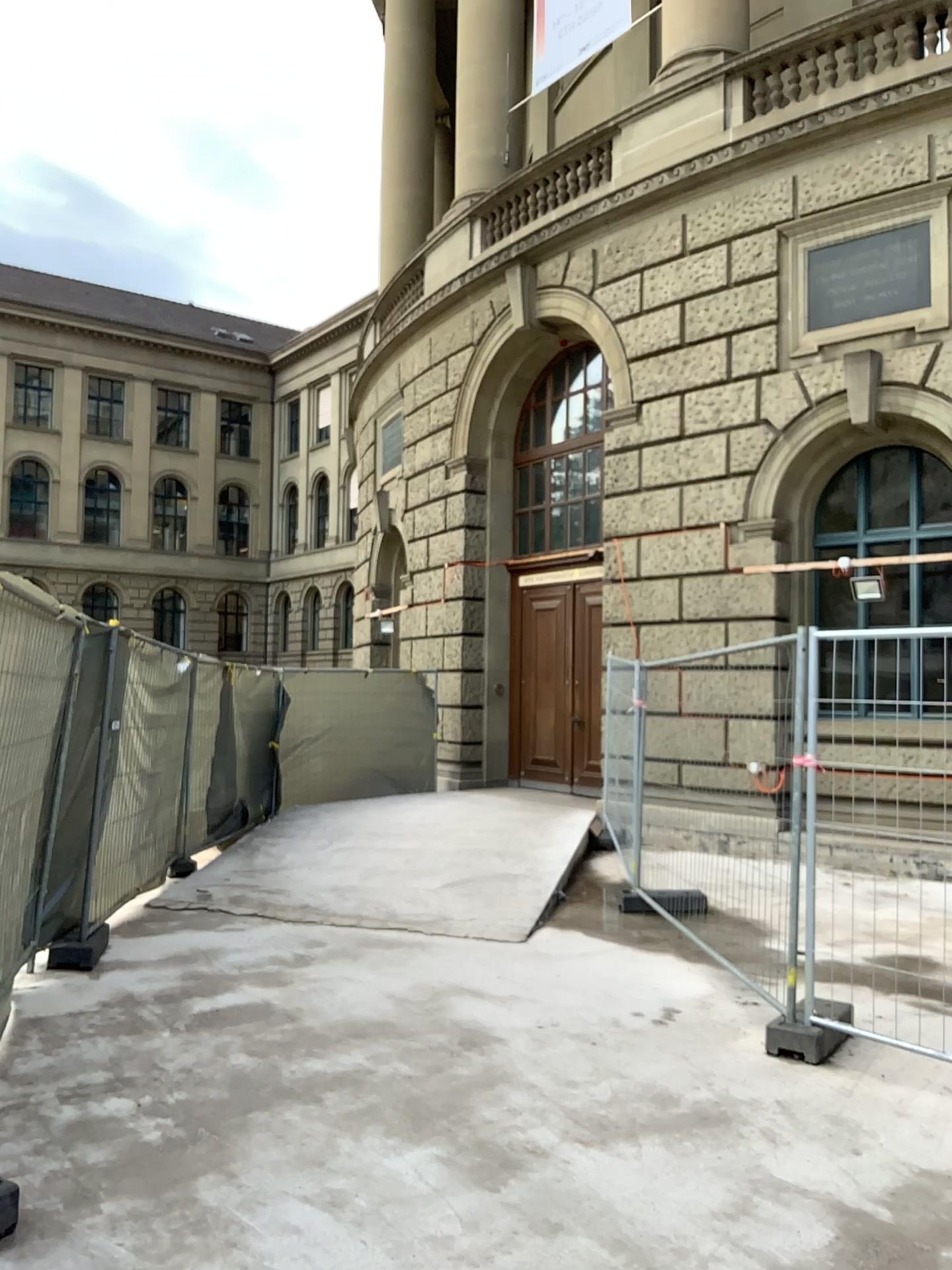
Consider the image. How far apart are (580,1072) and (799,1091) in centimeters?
90cm
